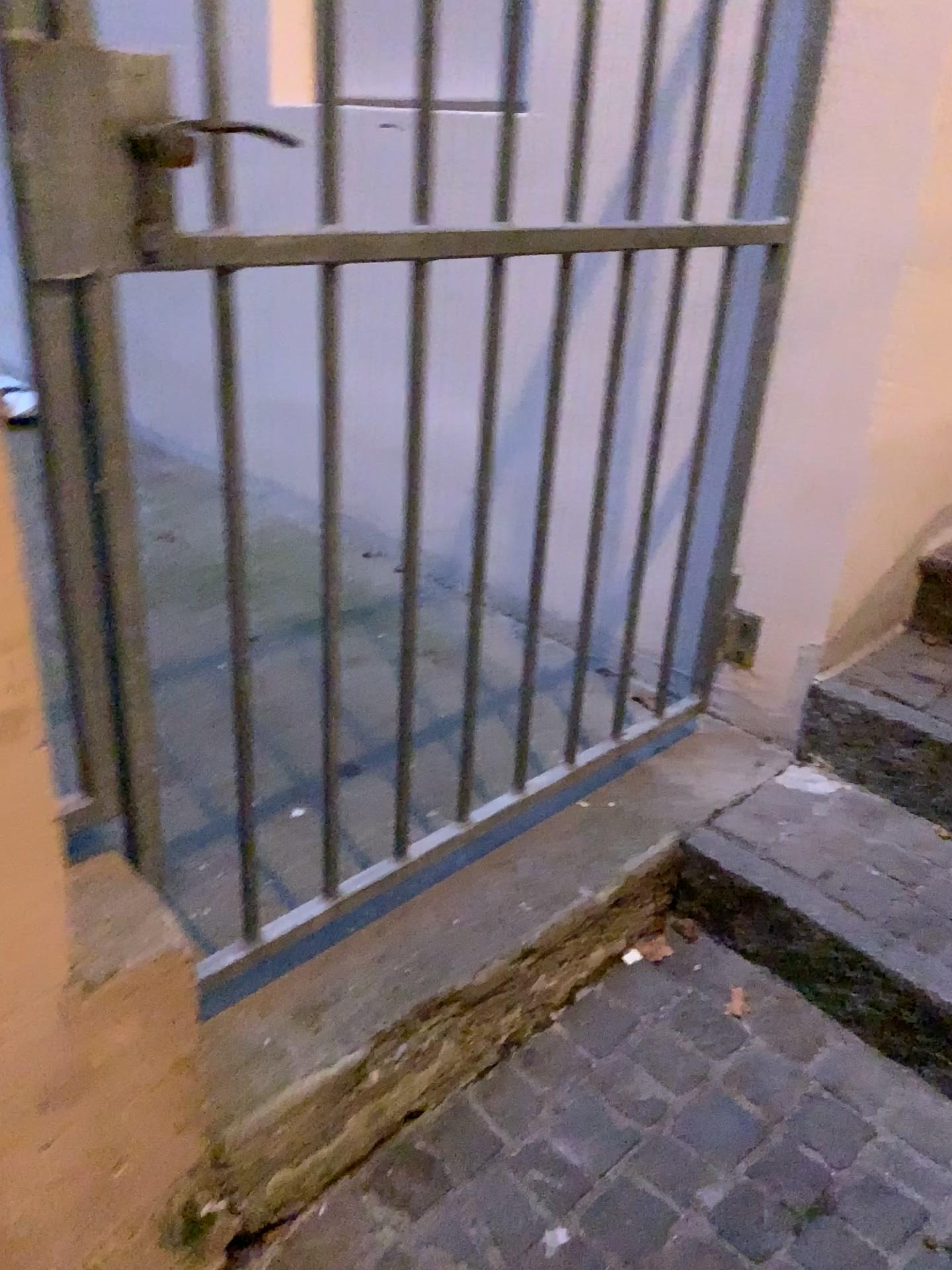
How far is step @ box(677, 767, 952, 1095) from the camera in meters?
1.5

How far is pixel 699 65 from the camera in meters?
1.7 m

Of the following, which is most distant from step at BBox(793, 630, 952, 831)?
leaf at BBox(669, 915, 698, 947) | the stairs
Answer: leaf at BBox(669, 915, 698, 947)

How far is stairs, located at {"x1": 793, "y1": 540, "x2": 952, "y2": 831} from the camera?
1.78m

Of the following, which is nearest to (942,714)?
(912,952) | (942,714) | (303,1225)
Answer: (942,714)

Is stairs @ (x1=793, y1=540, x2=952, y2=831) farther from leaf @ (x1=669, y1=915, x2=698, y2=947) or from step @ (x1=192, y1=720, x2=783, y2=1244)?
leaf @ (x1=669, y1=915, x2=698, y2=947)

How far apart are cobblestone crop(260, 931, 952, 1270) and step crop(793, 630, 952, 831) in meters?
0.4 m

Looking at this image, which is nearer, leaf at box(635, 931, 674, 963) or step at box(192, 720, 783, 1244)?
step at box(192, 720, 783, 1244)

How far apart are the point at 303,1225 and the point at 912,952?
0.9m

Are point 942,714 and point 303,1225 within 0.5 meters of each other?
no
